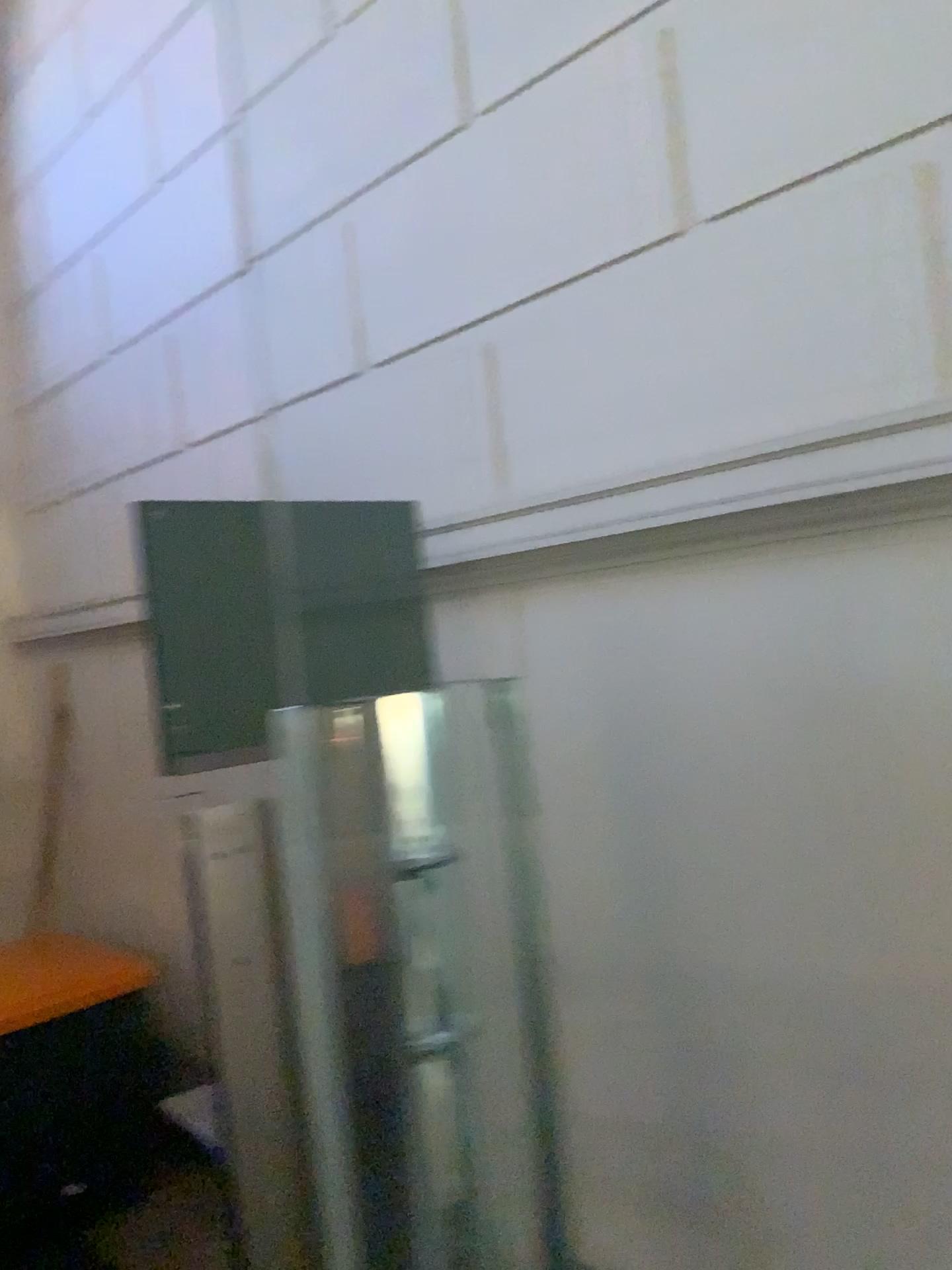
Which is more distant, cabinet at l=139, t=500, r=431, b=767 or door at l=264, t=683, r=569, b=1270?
door at l=264, t=683, r=569, b=1270

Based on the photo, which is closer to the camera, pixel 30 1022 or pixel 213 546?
pixel 213 546

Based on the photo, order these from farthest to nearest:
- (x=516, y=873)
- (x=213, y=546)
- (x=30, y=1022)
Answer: (x=30, y=1022) < (x=516, y=873) < (x=213, y=546)

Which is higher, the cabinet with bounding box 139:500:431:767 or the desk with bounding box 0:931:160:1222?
the cabinet with bounding box 139:500:431:767

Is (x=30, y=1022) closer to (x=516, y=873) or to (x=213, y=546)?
(x=516, y=873)

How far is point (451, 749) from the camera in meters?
2.2 m

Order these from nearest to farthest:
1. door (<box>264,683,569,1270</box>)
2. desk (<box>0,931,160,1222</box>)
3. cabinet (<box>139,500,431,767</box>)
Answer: cabinet (<box>139,500,431,767</box>), door (<box>264,683,569,1270</box>), desk (<box>0,931,160,1222</box>)

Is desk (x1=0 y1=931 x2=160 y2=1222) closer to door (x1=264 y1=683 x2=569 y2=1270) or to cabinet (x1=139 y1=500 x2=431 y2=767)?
door (x1=264 y1=683 x2=569 y2=1270)

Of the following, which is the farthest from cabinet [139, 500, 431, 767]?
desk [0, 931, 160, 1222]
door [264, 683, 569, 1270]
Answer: desk [0, 931, 160, 1222]
